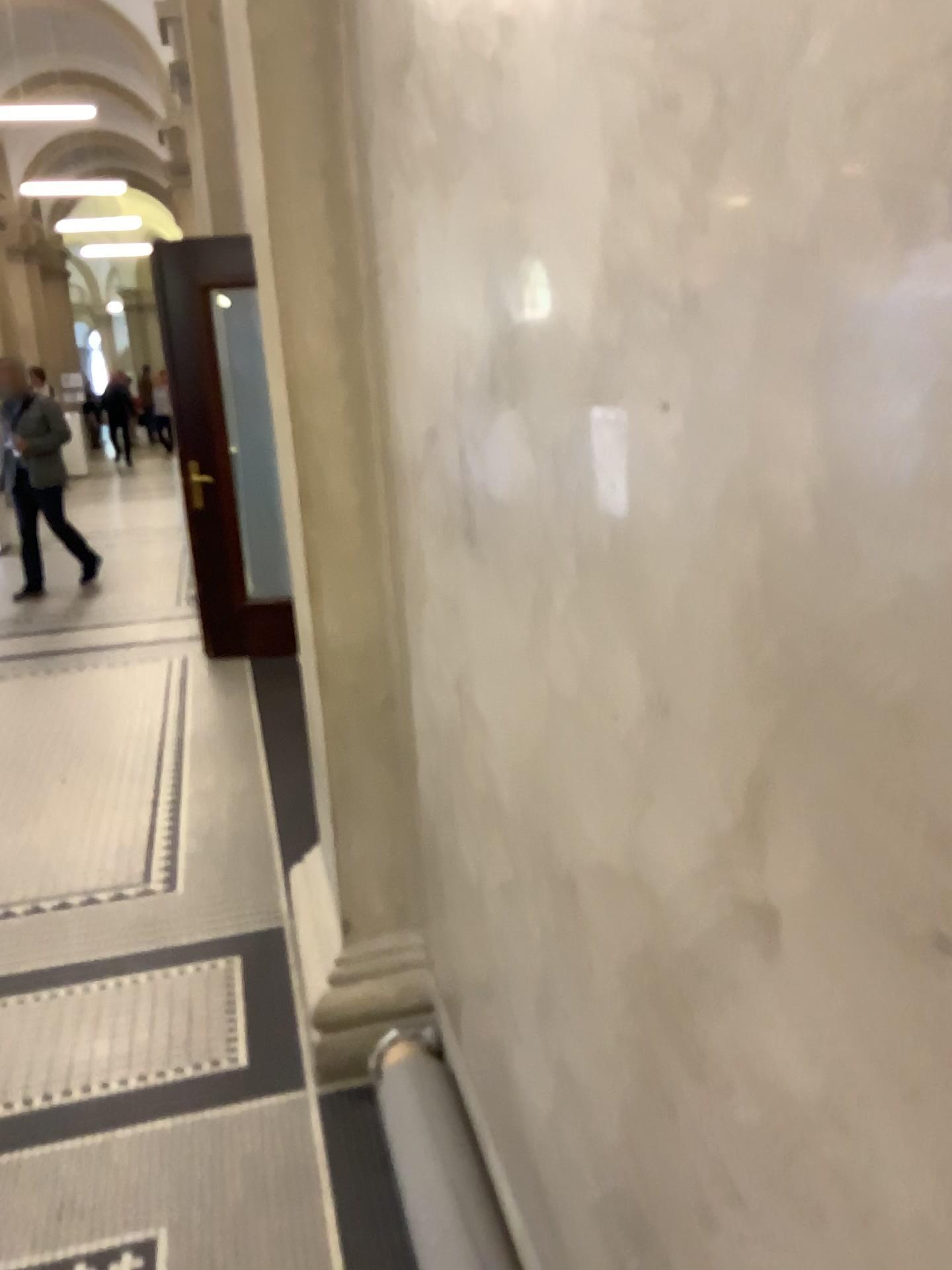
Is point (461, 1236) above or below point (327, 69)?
below

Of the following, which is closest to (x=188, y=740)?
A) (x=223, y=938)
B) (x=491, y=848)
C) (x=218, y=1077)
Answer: (x=223, y=938)
